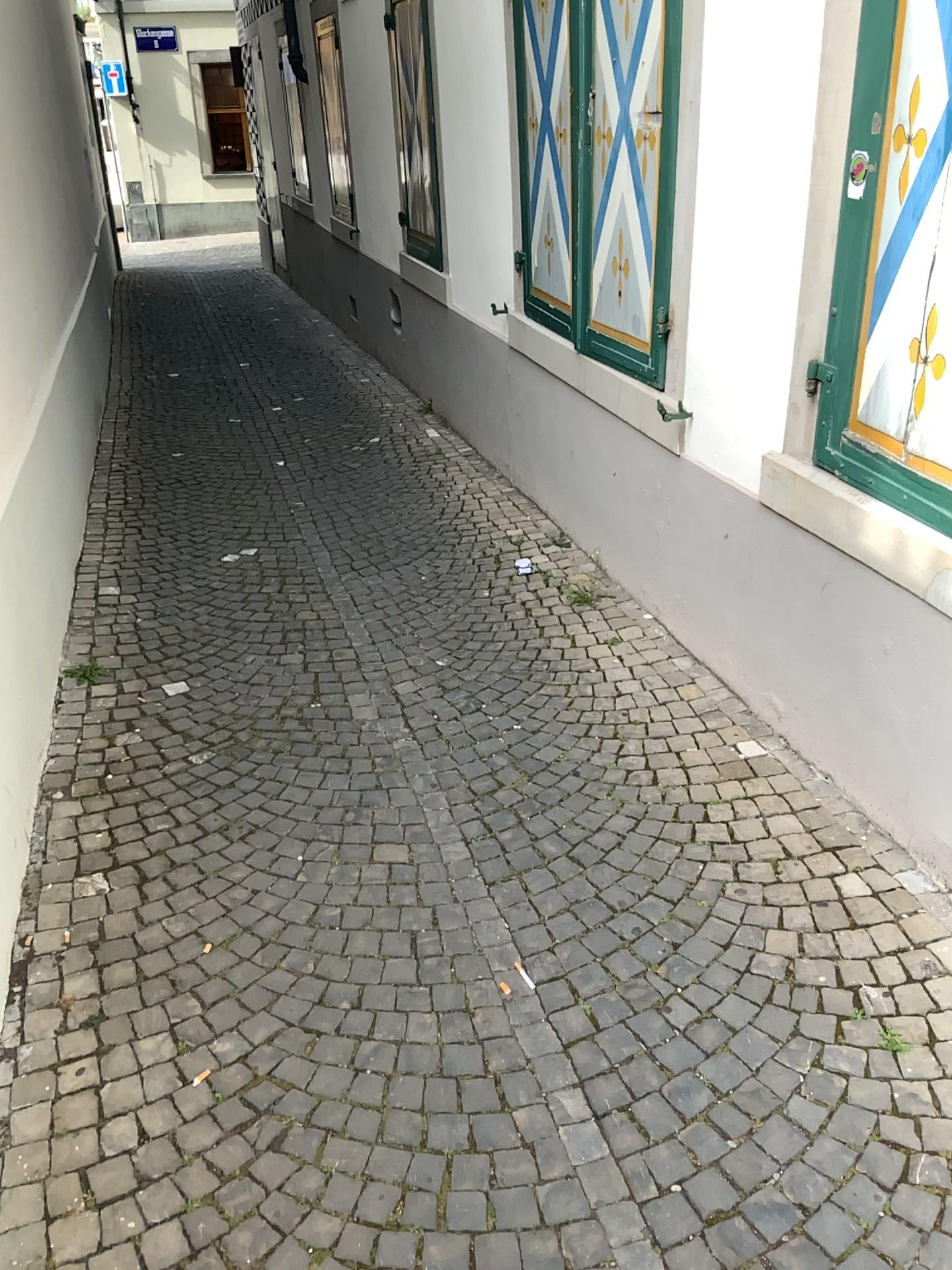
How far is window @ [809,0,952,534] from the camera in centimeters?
216cm

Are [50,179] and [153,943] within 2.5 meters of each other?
no

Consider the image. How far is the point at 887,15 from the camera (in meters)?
2.16
